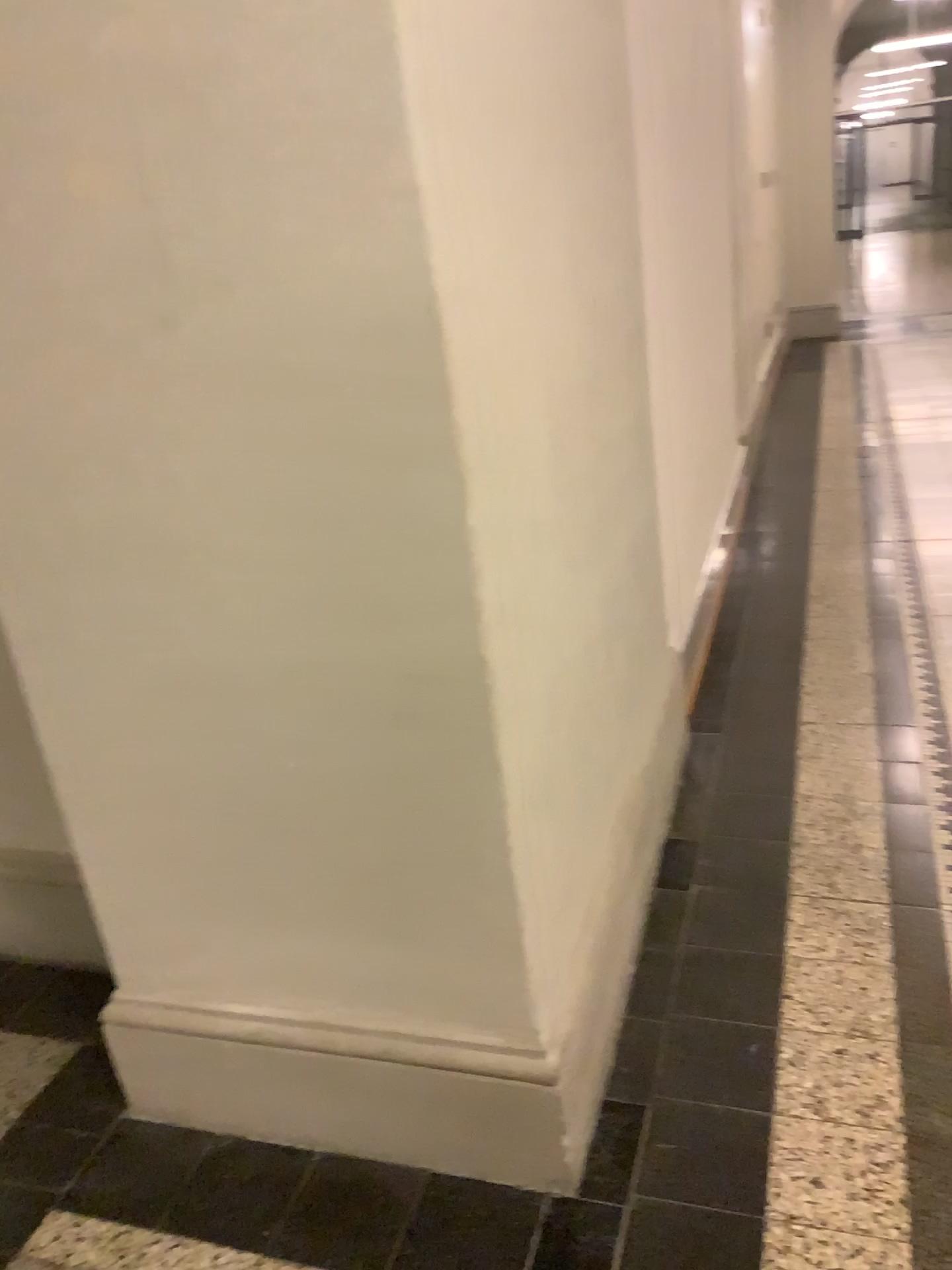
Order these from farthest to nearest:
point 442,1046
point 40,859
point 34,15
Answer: point 40,859, point 442,1046, point 34,15

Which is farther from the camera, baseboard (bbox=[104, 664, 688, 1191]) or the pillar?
baseboard (bbox=[104, 664, 688, 1191])

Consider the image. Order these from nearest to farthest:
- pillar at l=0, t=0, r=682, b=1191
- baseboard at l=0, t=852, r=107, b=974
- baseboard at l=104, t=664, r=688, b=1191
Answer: pillar at l=0, t=0, r=682, b=1191
baseboard at l=104, t=664, r=688, b=1191
baseboard at l=0, t=852, r=107, b=974

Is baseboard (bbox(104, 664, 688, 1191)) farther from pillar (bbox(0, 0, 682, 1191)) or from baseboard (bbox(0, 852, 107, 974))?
baseboard (bbox(0, 852, 107, 974))

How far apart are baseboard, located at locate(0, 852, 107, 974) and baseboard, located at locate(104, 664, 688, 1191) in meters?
0.5 m

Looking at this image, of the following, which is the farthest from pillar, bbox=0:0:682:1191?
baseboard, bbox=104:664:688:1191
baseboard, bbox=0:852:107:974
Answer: baseboard, bbox=0:852:107:974

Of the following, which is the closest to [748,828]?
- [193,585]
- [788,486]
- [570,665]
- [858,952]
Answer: [858,952]

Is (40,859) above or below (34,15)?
below

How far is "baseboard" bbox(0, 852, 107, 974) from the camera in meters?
2.3

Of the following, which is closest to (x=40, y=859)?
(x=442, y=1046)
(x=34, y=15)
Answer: (x=442, y=1046)
